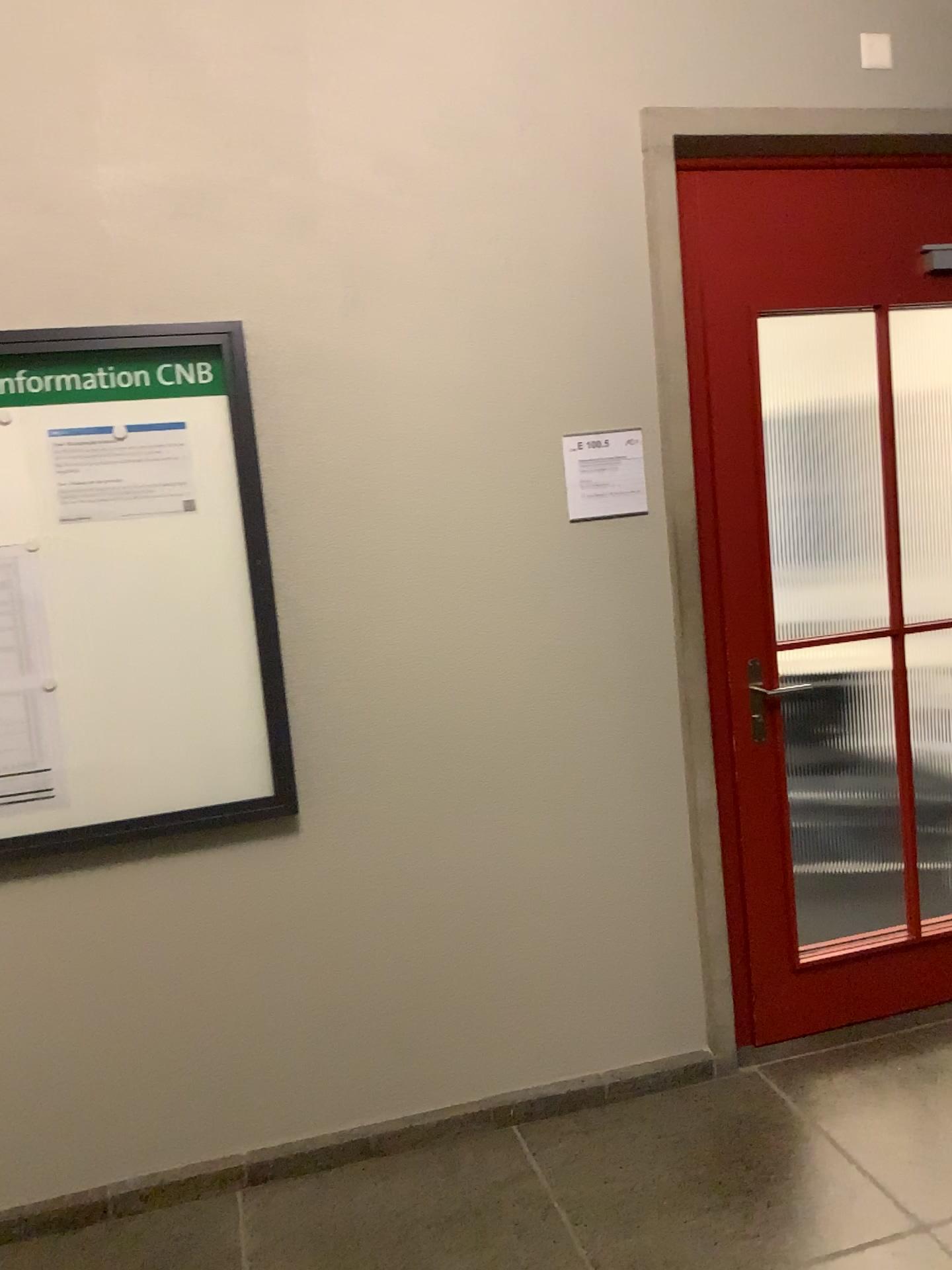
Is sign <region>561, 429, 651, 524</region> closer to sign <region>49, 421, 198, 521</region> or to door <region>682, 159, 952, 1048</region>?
door <region>682, 159, 952, 1048</region>

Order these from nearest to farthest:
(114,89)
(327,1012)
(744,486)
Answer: (114,89), (327,1012), (744,486)

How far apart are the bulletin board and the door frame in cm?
101

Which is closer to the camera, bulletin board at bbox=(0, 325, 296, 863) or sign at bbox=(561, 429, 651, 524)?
bulletin board at bbox=(0, 325, 296, 863)

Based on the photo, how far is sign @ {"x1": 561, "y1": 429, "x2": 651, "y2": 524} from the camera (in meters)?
2.59

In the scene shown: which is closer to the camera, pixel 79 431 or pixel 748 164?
pixel 79 431

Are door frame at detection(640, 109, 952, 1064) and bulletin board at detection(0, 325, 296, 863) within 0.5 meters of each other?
no

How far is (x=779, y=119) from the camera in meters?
2.6

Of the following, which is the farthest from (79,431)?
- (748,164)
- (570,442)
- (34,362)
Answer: (748,164)

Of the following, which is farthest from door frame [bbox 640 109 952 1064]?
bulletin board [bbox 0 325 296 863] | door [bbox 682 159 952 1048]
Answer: bulletin board [bbox 0 325 296 863]
